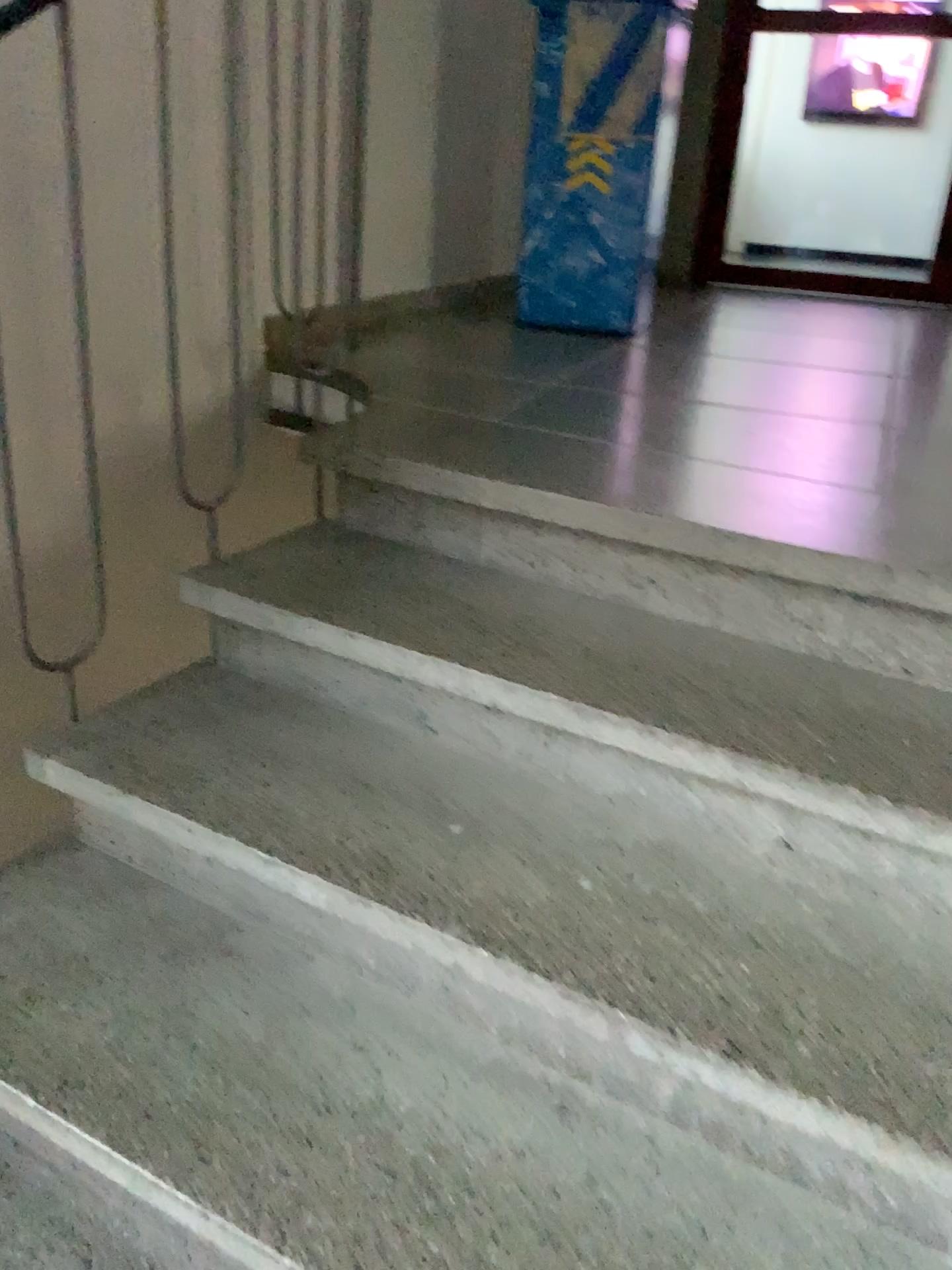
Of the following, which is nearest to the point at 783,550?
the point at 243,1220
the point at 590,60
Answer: the point at 243,1220

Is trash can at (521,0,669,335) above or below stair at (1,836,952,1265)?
above

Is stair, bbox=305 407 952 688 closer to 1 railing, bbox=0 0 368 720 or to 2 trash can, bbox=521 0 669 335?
1 railing, bbox=0 0 368 720

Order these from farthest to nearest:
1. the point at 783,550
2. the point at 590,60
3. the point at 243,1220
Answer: the point at 590,60
the point at 783,550
the point at 243,1220

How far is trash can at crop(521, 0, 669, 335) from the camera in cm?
289

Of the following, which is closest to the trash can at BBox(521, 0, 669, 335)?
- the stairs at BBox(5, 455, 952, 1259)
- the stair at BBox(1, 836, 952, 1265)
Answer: the stairs at BBox(5, 455, 952, 1259)

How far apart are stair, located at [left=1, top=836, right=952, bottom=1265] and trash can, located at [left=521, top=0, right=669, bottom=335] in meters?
2.1 m

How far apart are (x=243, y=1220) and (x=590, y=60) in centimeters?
287cm

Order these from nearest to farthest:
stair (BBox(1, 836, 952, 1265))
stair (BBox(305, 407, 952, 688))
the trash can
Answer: stair (BBox(1, 836, 952, 1265)), stair (BBox(305, 407, 952, 688)), the trash can

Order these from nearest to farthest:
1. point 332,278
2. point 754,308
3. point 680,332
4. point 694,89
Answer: point 332,278 → point 680,332 → point 754,308 → point 694,89
